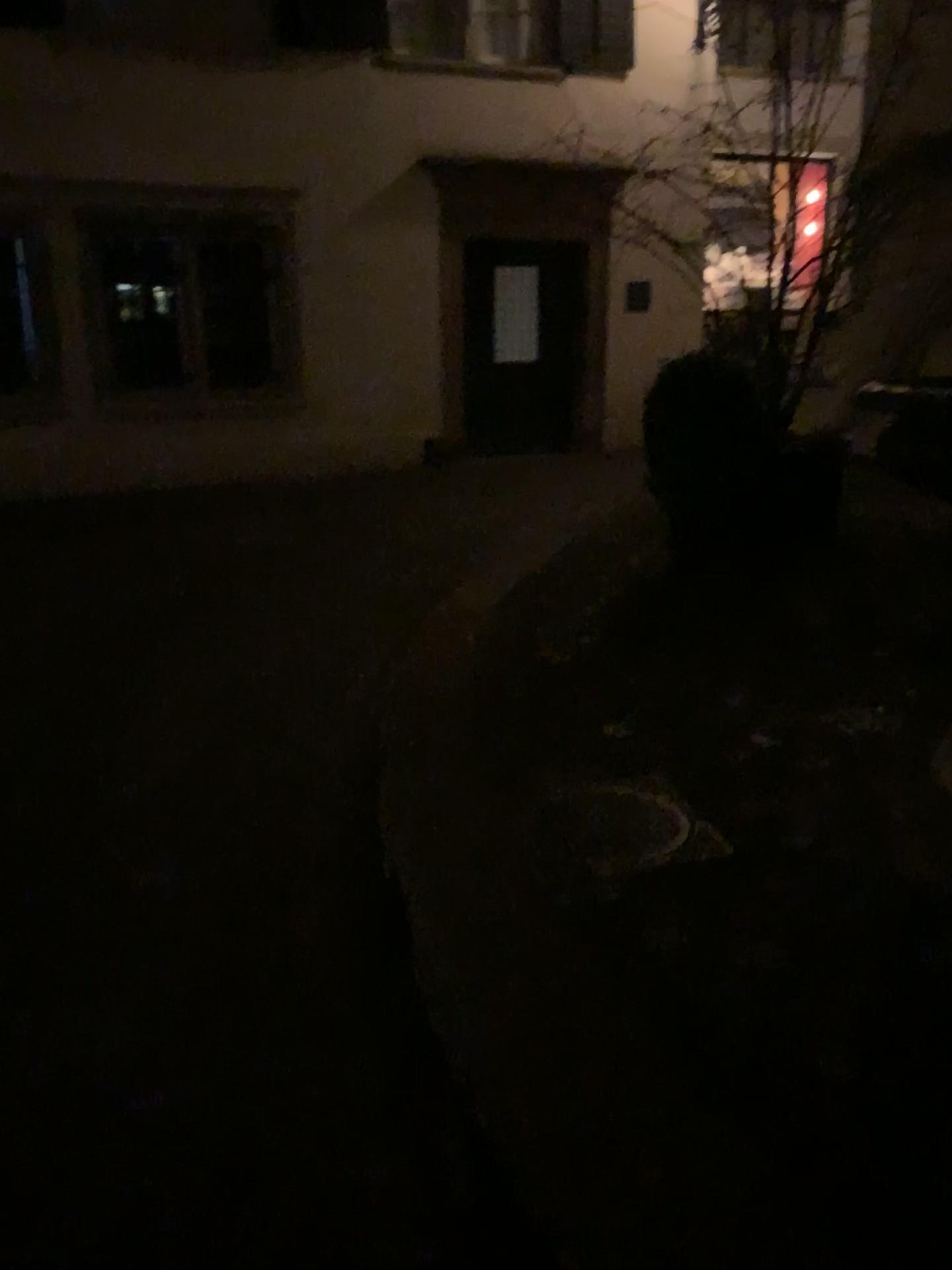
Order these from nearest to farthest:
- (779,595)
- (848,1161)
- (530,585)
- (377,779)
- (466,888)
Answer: (848,1161) → (466,888) → (377,779) → (779,595) → (530,585)
